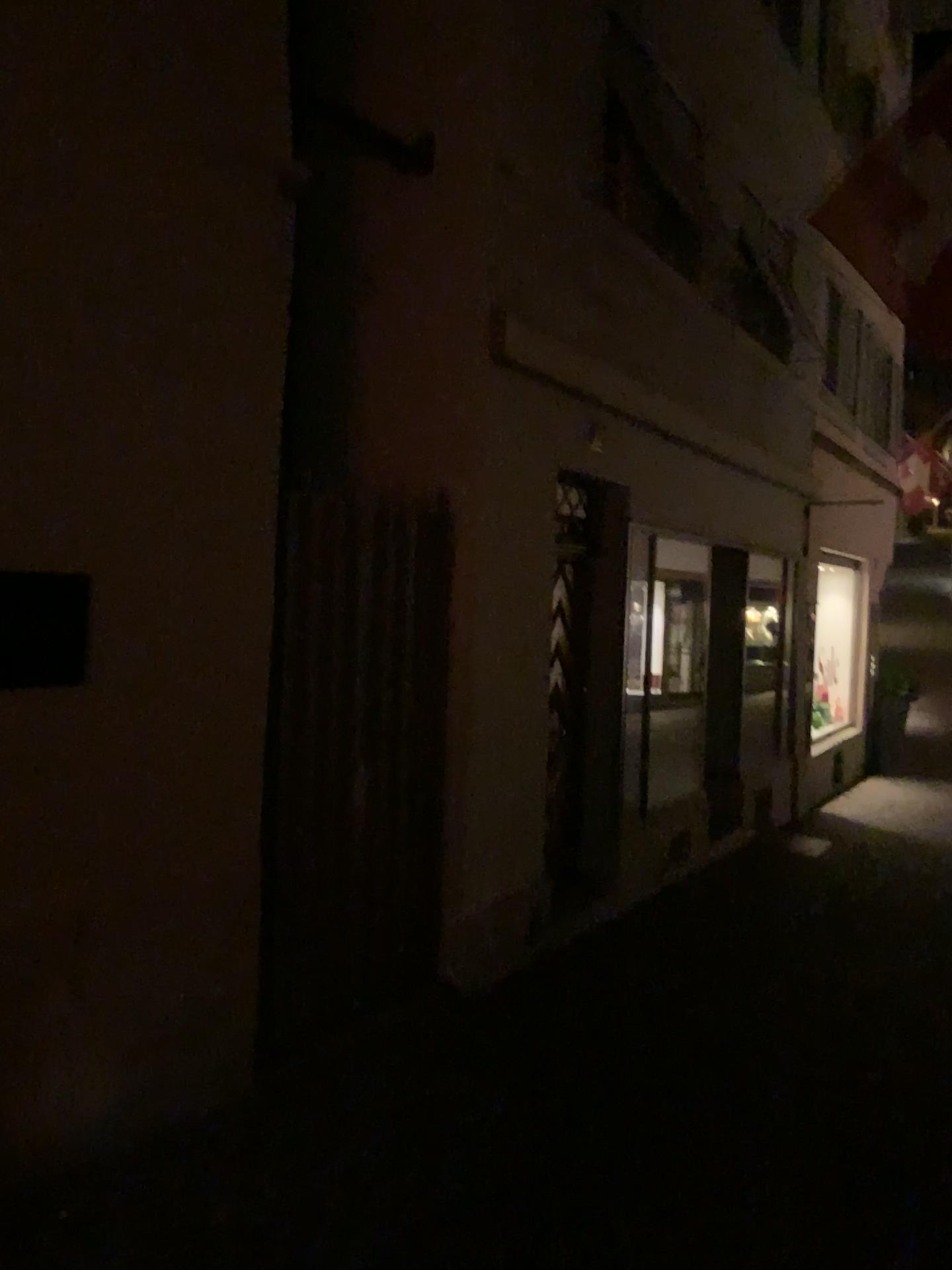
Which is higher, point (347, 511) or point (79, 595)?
point (347, 511)
